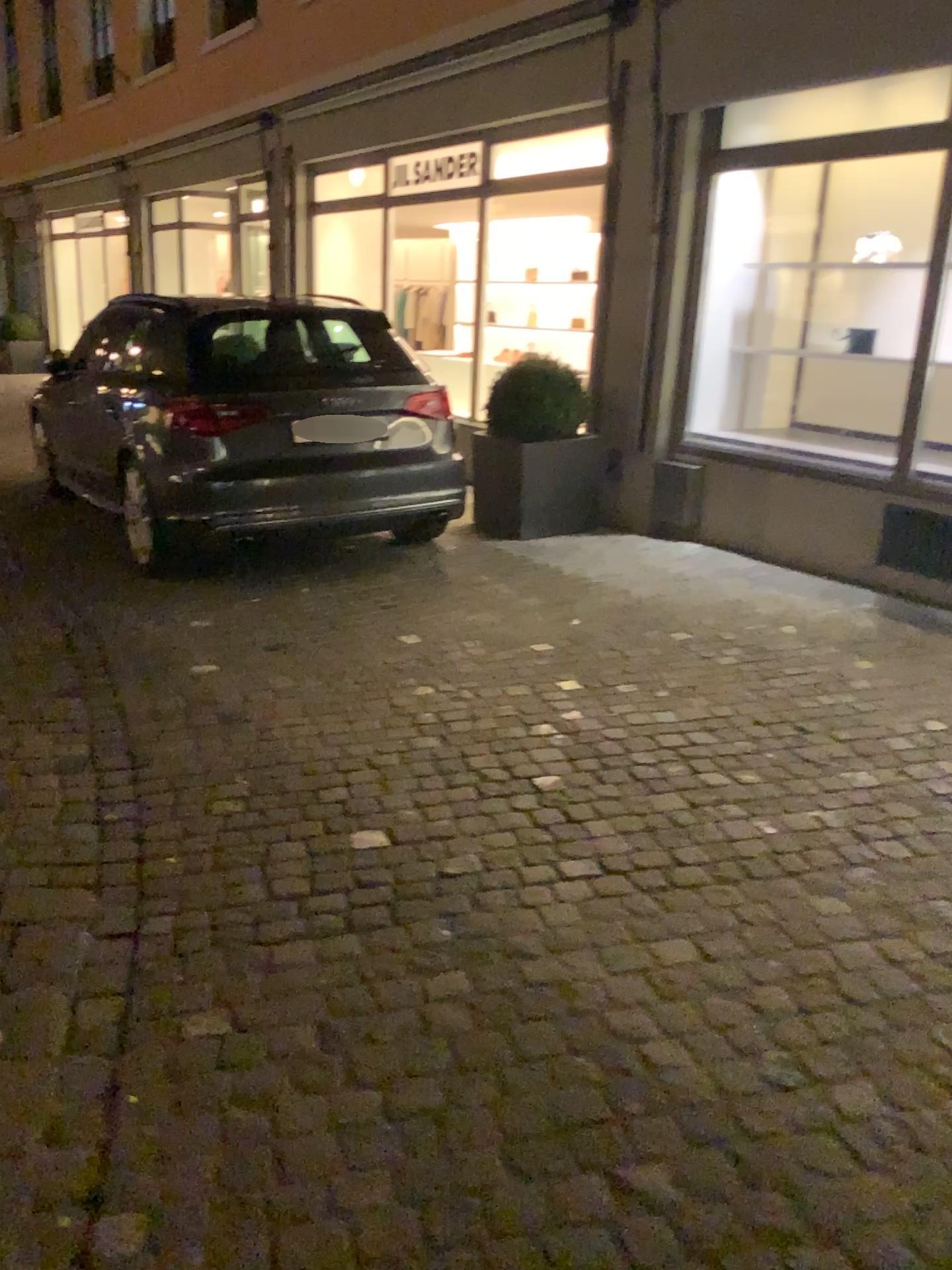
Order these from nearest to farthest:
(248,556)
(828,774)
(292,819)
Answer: (292,819) < (828,774) < (248,556)
